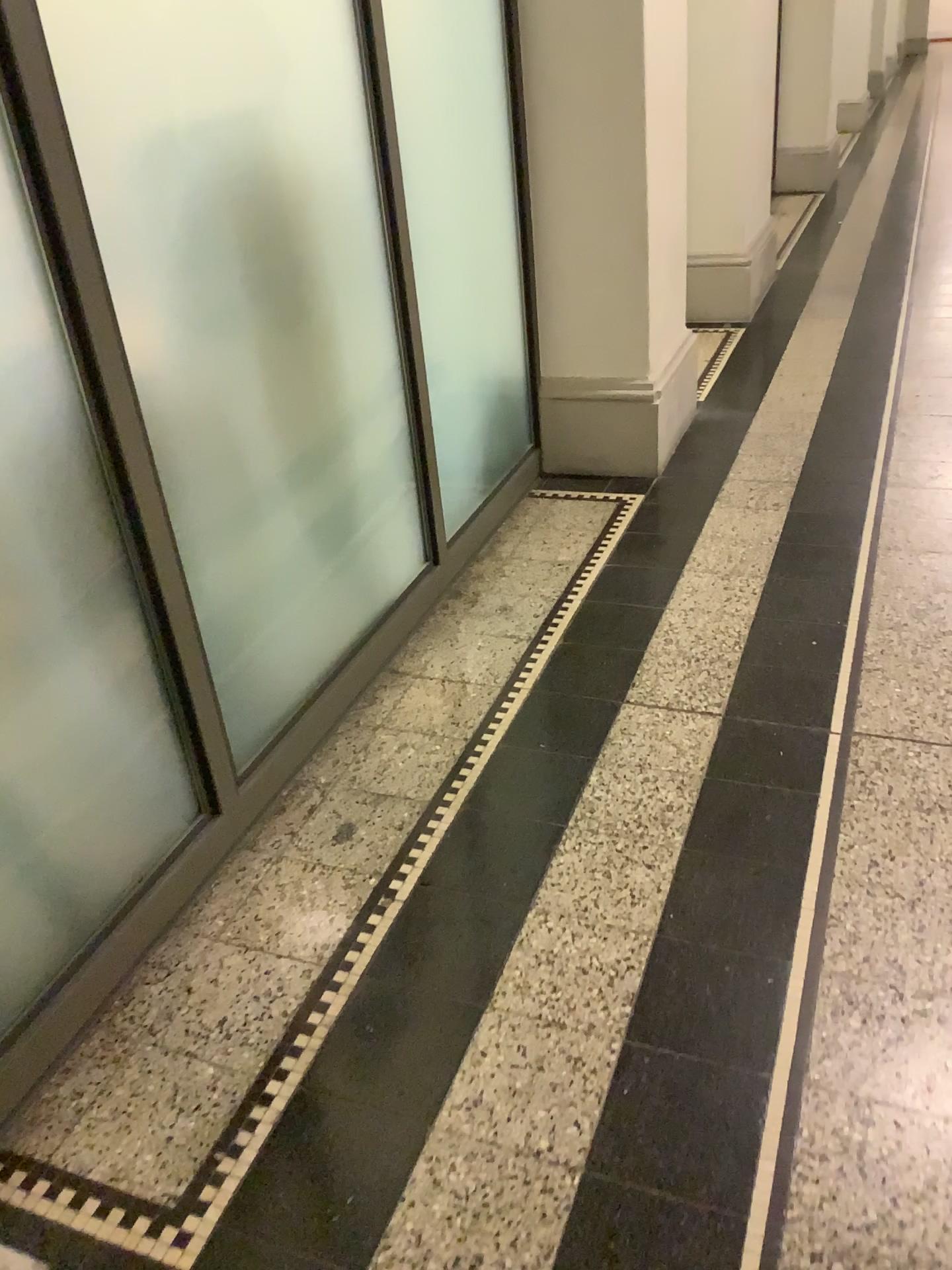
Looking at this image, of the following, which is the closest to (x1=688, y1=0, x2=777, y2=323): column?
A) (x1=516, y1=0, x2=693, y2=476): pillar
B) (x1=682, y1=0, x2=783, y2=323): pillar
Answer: (x1=682, y1=0, x2=783, y2=323): pillar

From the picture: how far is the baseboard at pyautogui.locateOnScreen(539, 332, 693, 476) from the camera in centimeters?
313cm

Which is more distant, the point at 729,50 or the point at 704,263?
the point at 704,263

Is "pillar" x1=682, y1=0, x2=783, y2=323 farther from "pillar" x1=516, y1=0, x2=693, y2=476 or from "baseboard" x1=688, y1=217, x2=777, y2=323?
"pillar" x1=516, y1=0, x2=693, y2=476

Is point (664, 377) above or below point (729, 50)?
below

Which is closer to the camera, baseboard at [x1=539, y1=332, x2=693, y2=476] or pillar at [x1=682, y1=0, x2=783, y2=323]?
baseboard at [x1=539, y1=332, x2=693, y2=476]

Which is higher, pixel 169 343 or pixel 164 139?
pixel 164 139

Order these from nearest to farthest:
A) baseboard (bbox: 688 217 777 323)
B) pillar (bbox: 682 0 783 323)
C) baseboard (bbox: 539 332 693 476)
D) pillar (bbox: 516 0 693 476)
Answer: pillar (bbox: 516 0 693 476) < baseboard (bbox: 539 332 693 476) < pillar (bbox: 682 0 783 323) < baseboard (bbox: 688 217 777 323)

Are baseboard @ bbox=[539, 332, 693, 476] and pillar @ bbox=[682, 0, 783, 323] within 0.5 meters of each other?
no

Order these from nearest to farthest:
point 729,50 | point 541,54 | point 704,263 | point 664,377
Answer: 1. point 541,54
2. point 664,377
3. point 729,50
4. point 704,263
